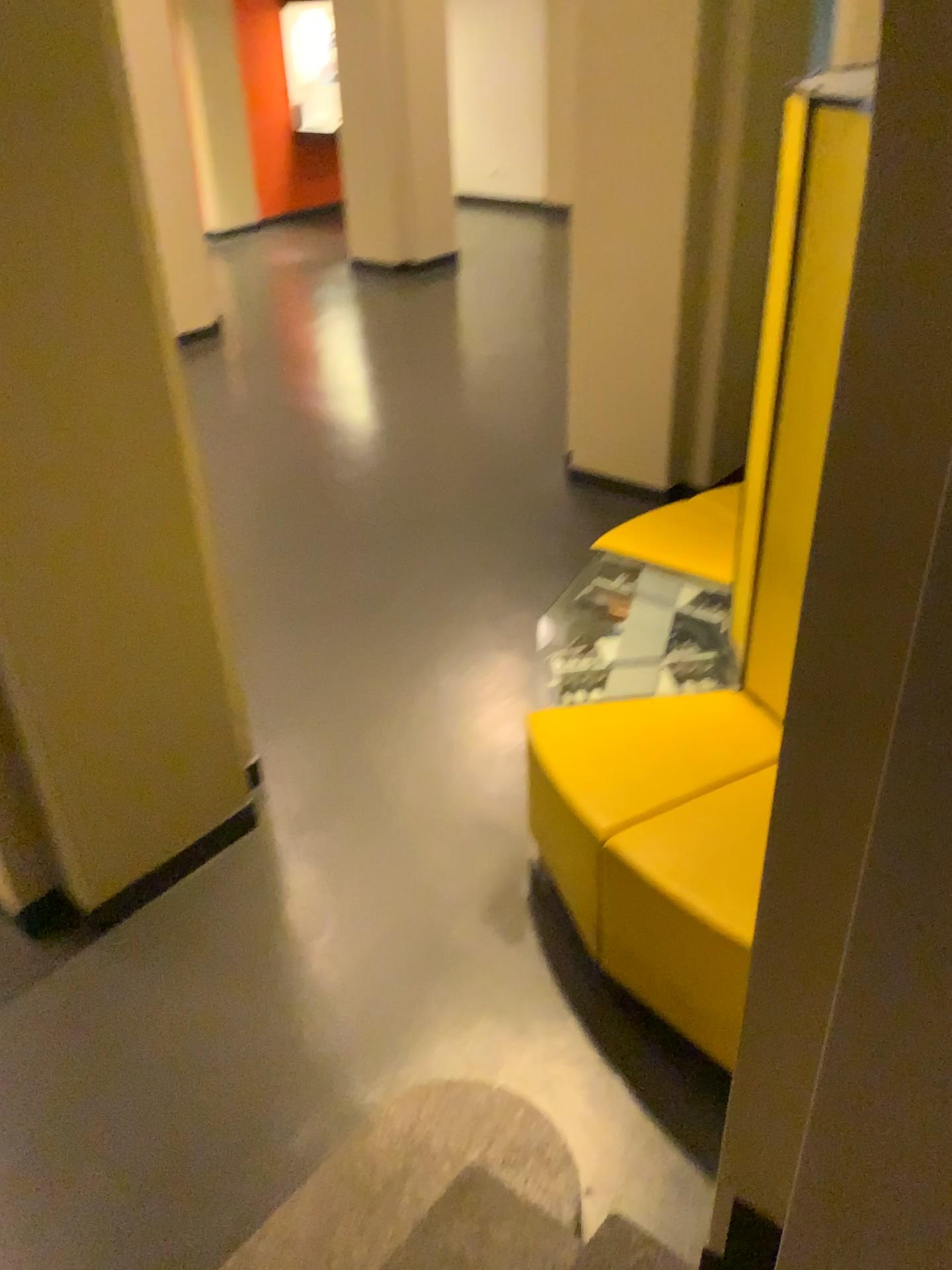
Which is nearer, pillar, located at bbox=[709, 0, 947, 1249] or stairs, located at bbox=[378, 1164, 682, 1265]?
pillar, located at bbox=[709, 0, 947, 1249]

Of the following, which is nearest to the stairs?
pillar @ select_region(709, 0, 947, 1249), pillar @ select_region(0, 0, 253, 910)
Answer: pillar @ select_region(709, 0, 947, 1249)

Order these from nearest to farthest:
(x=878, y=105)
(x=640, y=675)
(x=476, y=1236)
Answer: (x=878, y=105) → (x=476, y=1236) → (x=640, y=675)

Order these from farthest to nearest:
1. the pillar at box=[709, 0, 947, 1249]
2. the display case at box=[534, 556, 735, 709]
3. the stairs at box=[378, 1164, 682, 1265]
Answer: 1. the display case at box=[534, 556, 735, 709]
2. the stairs at box=[378, 1164, 682, 1265]
3. the pillar at box=[709, 0, 947, 1249]

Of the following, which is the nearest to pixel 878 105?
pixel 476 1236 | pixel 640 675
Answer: pixel 476 1236

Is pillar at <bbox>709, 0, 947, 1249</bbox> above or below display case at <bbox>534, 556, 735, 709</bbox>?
above

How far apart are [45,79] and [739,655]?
2.01m

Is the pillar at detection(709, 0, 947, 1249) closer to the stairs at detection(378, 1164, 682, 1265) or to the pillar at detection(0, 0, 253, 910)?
the stairs at detection(378, 1164, 682, 1265)

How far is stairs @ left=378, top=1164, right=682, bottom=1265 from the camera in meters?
1.9

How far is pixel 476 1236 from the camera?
1.86m
